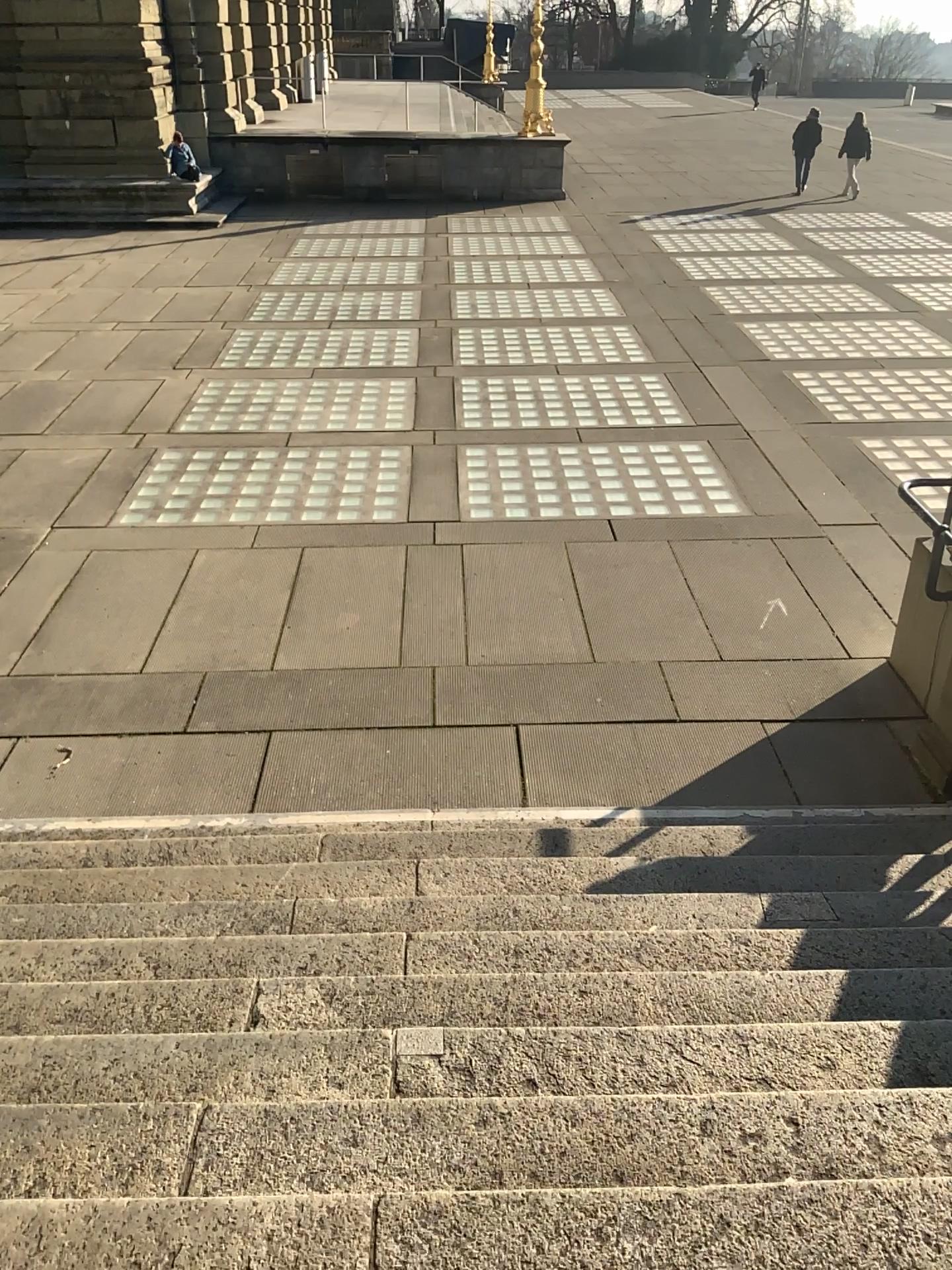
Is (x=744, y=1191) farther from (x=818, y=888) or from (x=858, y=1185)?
(x=818, y=888)
